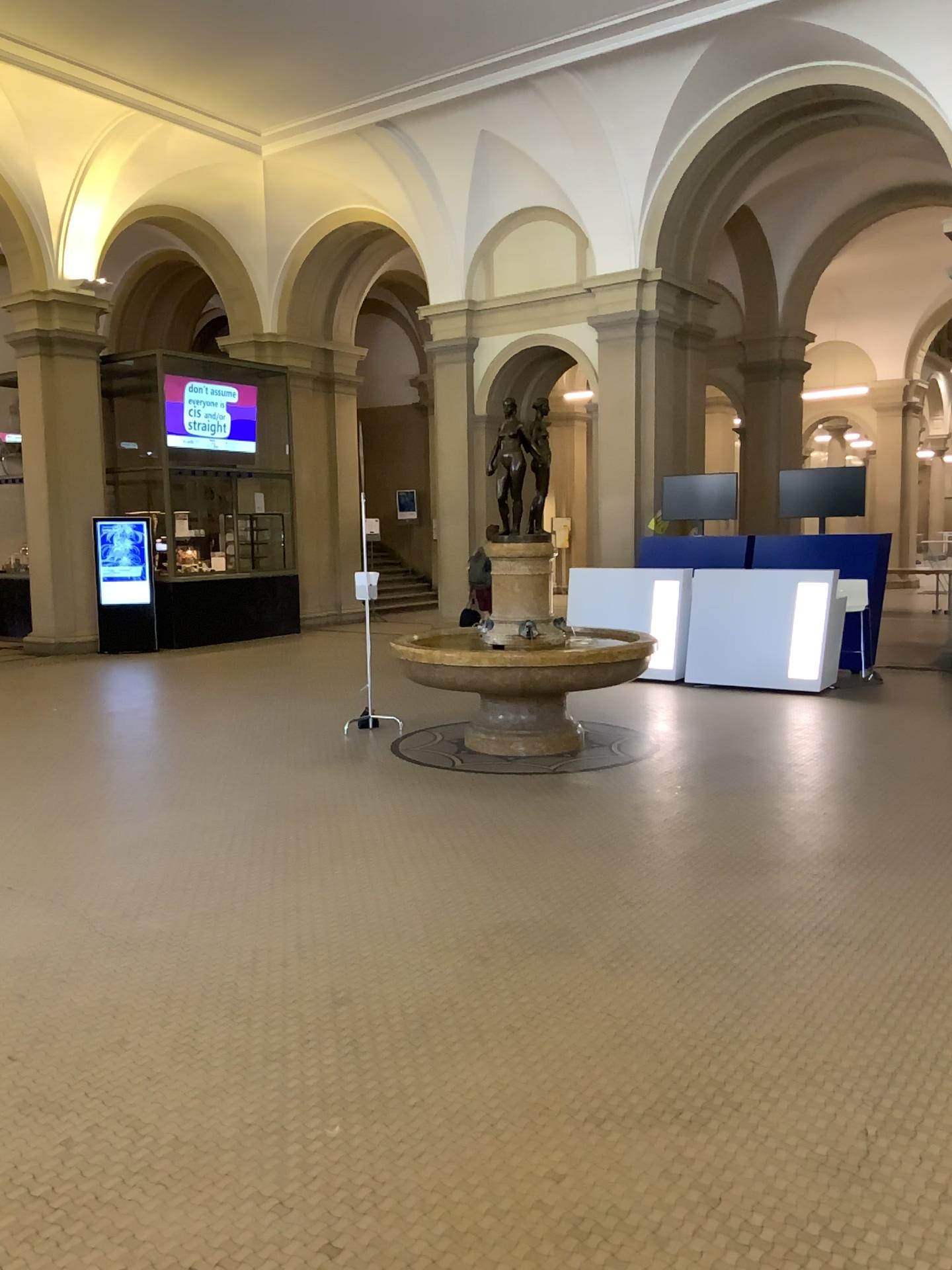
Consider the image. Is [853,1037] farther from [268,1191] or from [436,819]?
[436,819]
